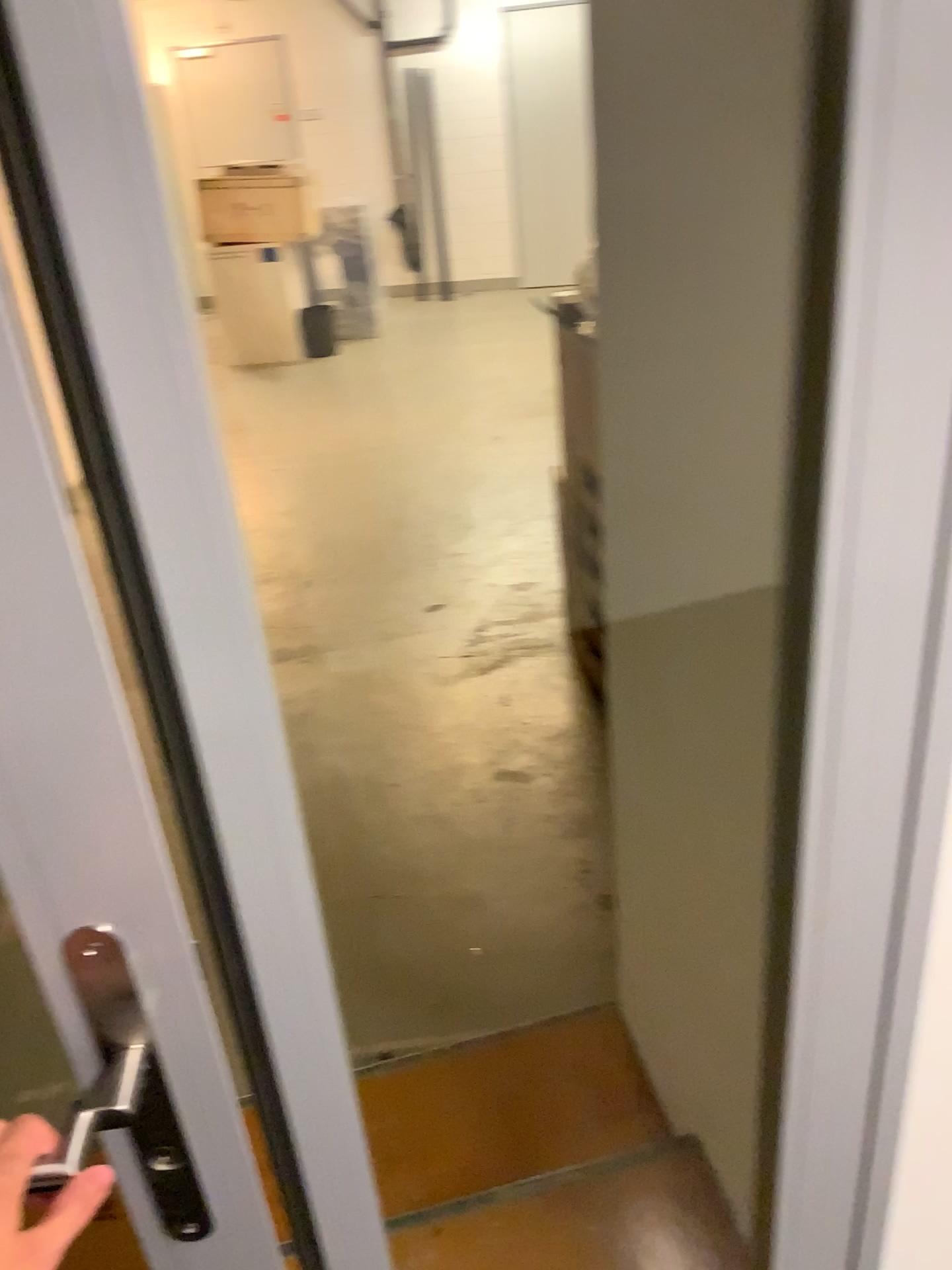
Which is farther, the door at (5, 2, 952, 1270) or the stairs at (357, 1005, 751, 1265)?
the stairs at (357, 1005, 751, 1265)

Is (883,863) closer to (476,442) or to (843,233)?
(843,233)

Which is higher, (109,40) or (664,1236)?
(109,40)

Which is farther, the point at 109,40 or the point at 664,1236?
the point at 664,1236

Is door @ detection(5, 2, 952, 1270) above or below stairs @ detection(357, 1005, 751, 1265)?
above
